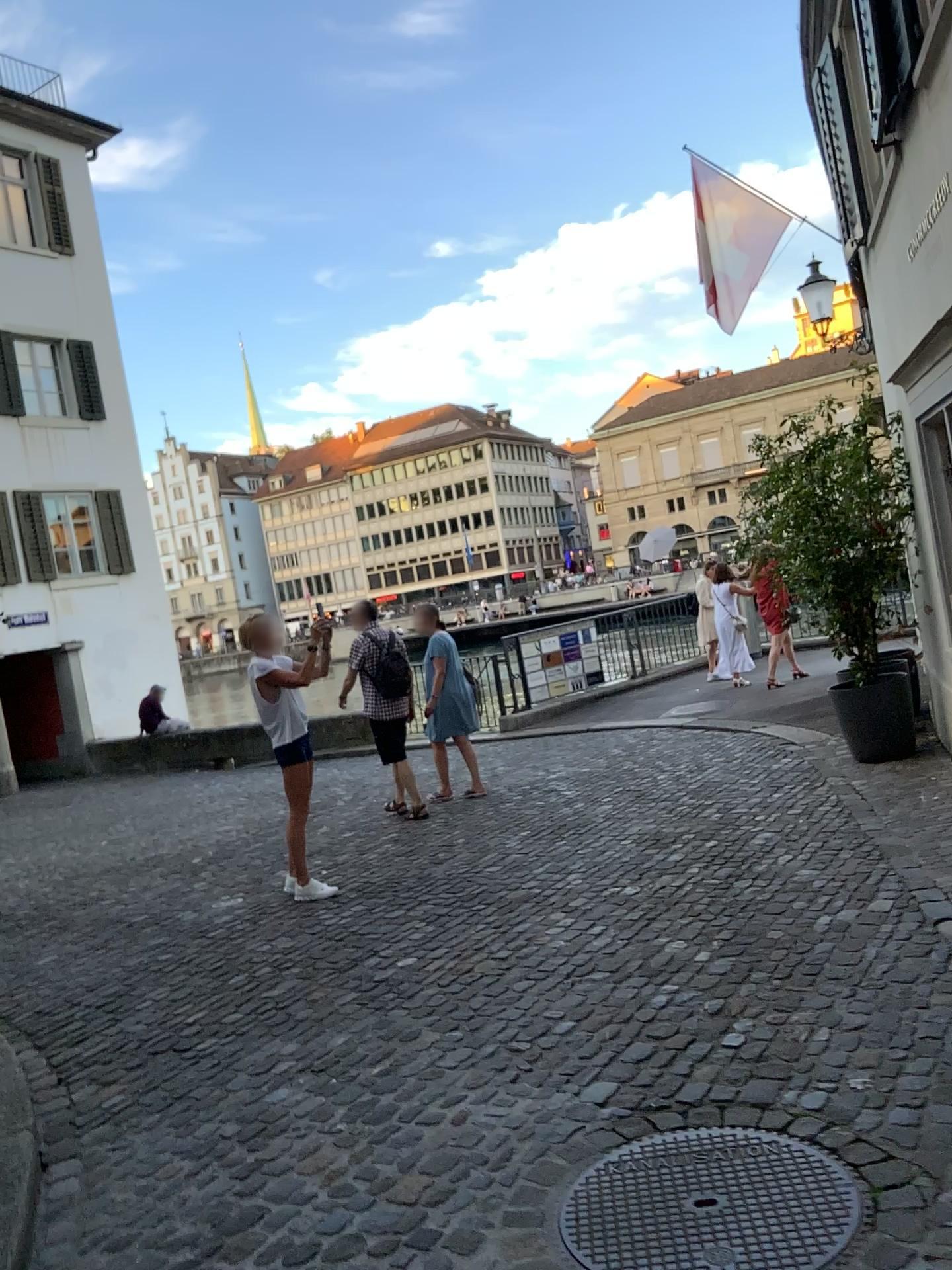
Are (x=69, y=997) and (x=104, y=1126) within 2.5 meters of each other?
yes
